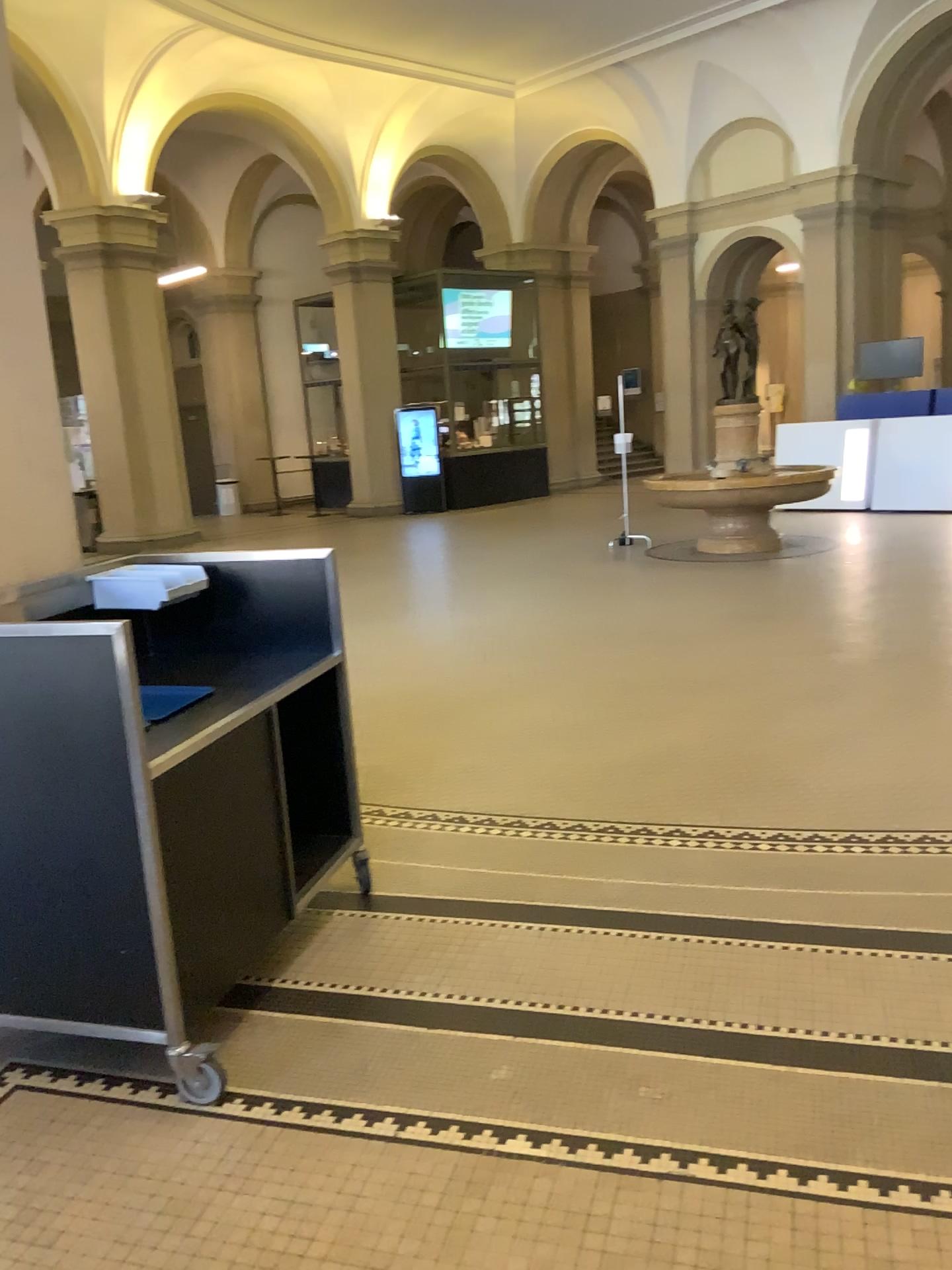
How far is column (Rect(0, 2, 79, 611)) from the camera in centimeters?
319cm

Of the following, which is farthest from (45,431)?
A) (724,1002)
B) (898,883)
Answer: (898,883)

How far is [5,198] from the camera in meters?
3.2
